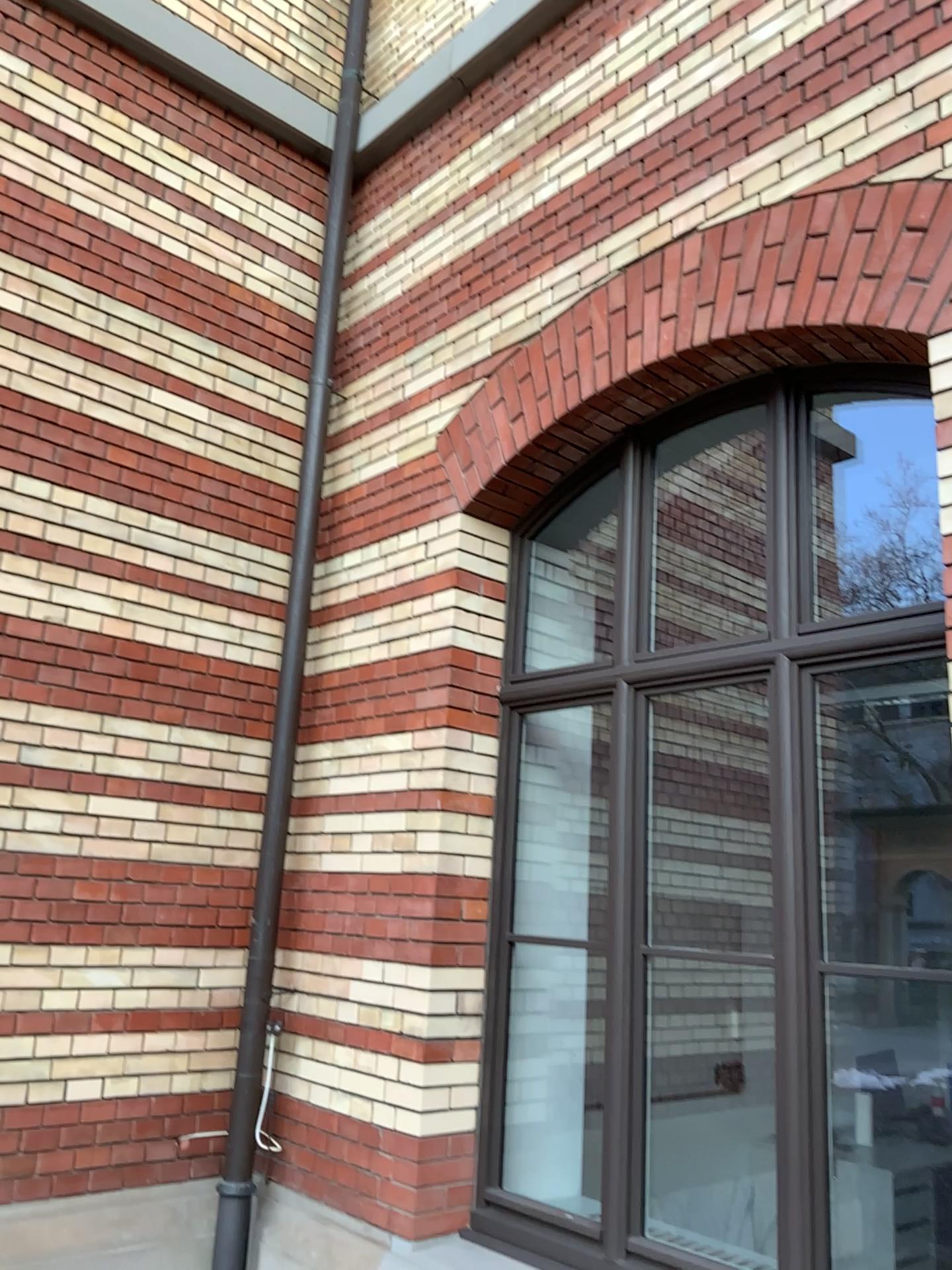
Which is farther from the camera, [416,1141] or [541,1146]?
[541,1146]
